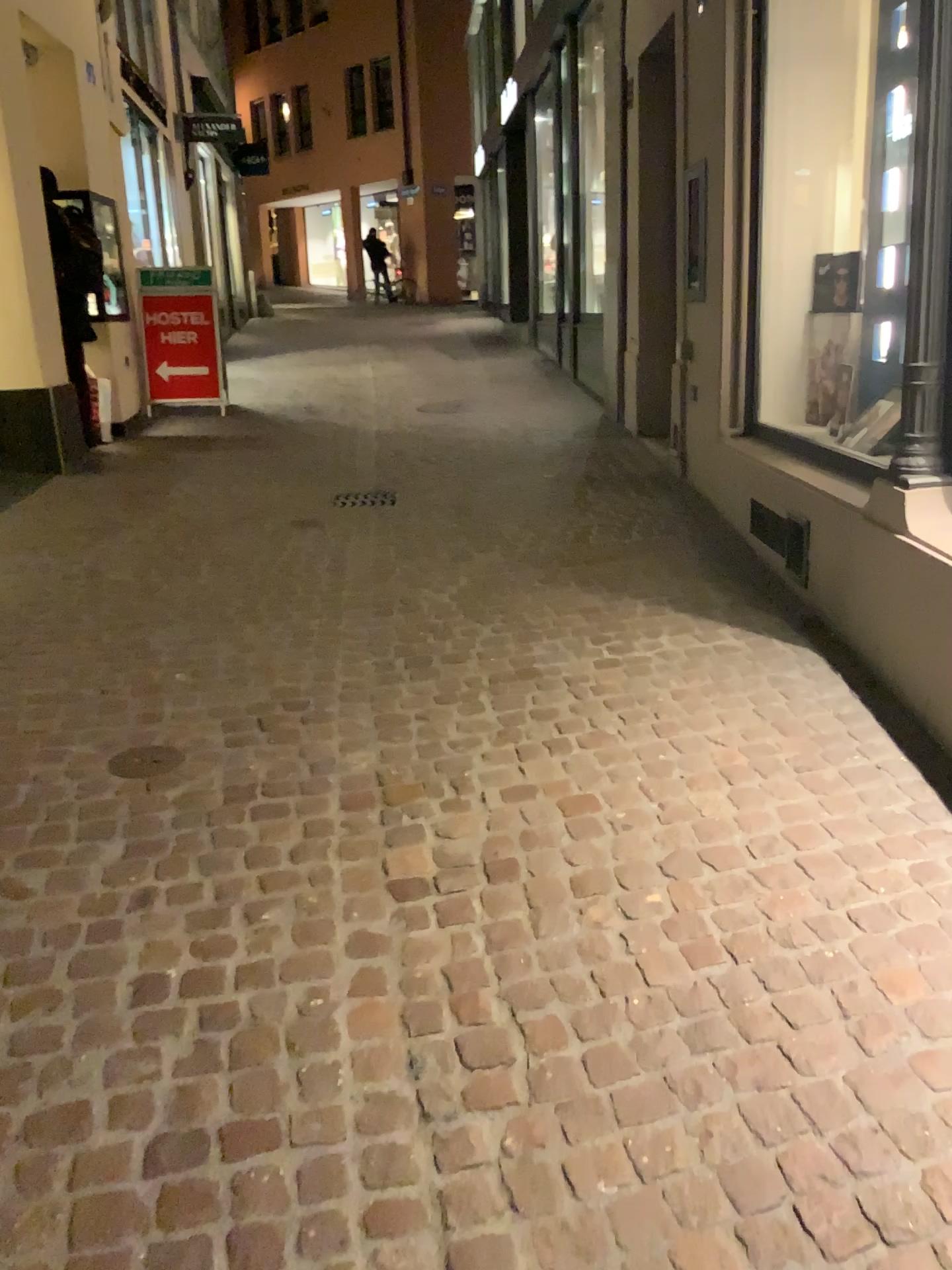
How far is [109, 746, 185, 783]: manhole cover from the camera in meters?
2.9

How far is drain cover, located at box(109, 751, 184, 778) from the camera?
2.9m

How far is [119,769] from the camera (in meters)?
2.93

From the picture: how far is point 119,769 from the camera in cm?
293

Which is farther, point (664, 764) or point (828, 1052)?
point (664, 764)
